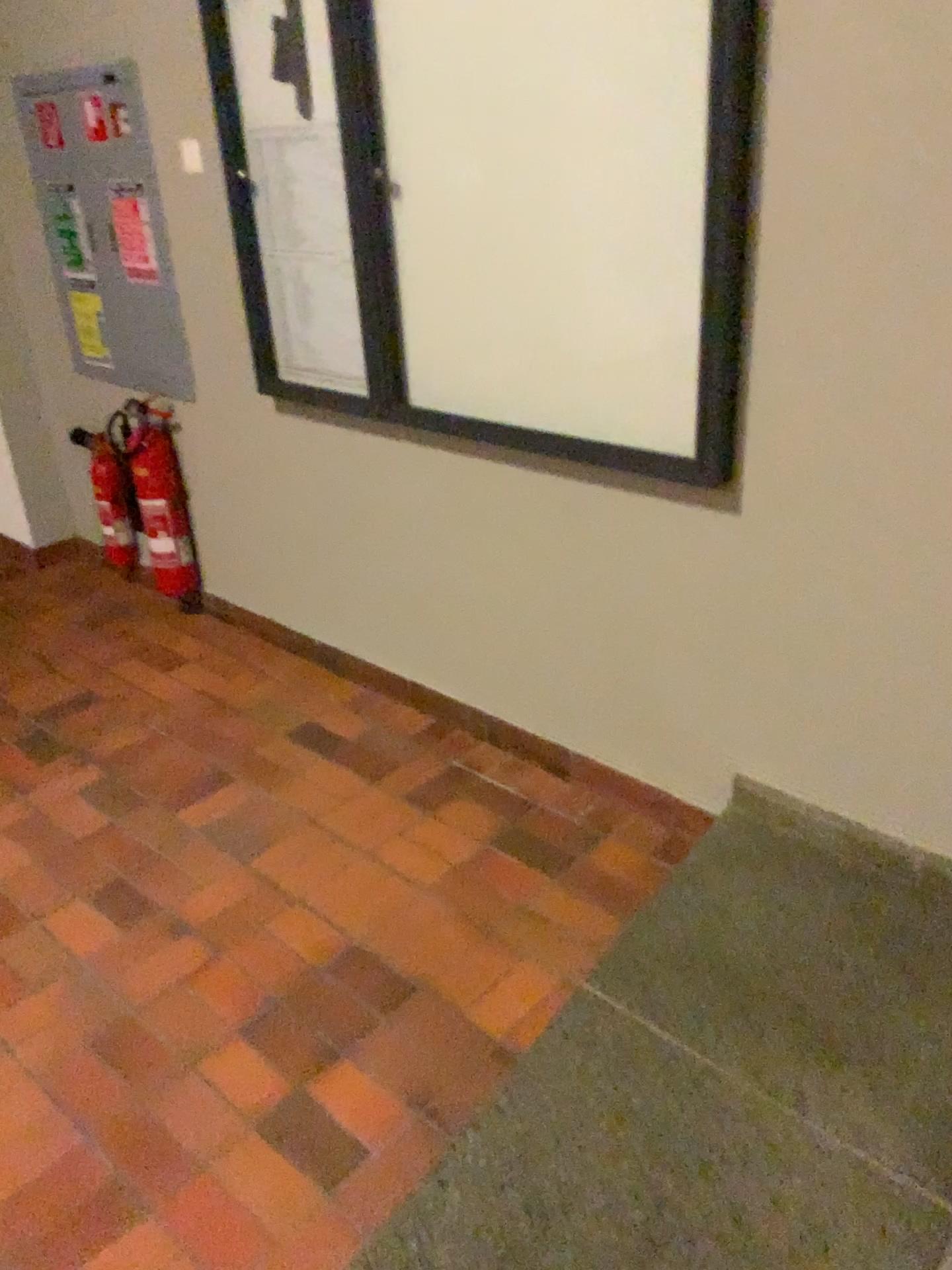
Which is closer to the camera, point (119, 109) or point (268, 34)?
point (268, 34)

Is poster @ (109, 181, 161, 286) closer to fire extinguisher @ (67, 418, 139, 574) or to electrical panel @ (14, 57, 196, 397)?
electrical panel @ (14, 57, 196, 397)

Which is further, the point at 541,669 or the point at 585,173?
the point at 541,669

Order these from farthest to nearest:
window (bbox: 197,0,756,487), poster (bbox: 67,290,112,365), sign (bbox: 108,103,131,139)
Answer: poster (bbox: 67,290,112,365)
sign (bbox: 108,103,131,139)
window (bbox: 197,0,756,487)

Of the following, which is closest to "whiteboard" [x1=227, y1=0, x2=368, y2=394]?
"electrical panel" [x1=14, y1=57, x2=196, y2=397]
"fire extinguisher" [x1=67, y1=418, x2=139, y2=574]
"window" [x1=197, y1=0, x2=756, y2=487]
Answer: "window" [x1=197, y1=0, x2=756, y2=487]

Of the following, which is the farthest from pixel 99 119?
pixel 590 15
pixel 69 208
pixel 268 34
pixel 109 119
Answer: pixel 590 15

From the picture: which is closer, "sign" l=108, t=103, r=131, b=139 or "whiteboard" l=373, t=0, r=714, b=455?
"whiteboard" l=373, t=0, r=714, b=455

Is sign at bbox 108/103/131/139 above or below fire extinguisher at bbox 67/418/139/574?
above

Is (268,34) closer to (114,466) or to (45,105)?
(45,105)

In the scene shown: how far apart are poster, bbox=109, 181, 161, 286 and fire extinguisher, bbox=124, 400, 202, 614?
0.4 meters
